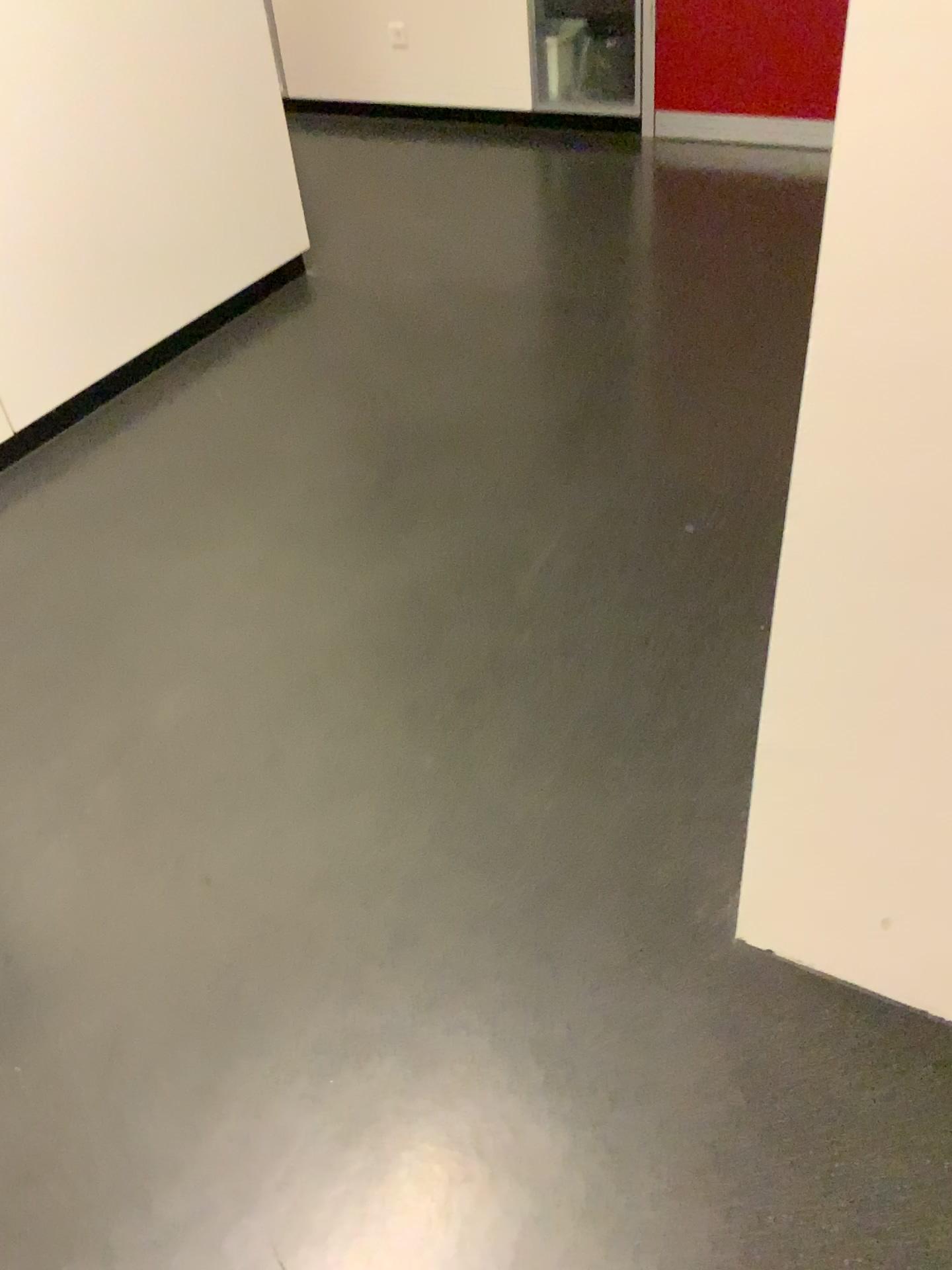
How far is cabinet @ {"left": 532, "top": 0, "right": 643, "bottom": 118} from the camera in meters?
4.3

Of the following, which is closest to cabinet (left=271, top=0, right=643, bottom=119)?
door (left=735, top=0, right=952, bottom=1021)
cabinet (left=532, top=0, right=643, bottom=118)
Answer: cabinet (left=532, top=0, right=643, bottom=118)

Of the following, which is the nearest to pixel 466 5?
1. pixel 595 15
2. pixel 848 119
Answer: pixel 595 15

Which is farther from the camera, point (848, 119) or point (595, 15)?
point (595, 15)

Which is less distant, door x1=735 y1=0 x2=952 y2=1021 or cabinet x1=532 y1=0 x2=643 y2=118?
door x1=735 y1=0 x2=952 y2=1021

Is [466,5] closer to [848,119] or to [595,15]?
[595,15]

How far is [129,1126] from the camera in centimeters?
135cm

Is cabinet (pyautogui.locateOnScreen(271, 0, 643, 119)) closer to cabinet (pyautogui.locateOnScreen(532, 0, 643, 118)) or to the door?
cabinet (pyautogui.locateOnScreen(532, 0, 643, 118))

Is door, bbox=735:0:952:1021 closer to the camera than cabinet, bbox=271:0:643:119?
Yes
